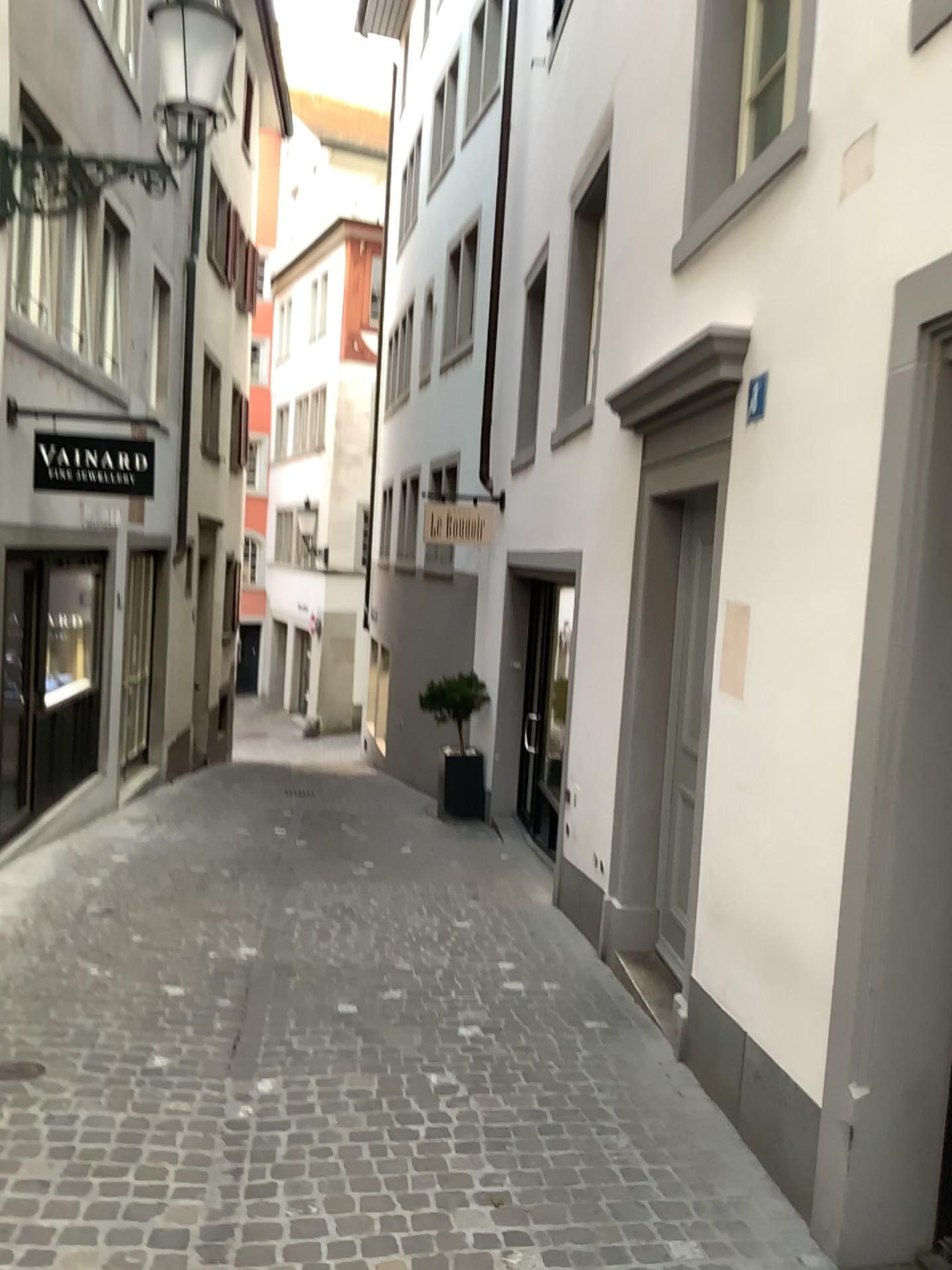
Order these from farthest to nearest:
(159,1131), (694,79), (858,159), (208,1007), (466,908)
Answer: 1. (466,908)
2. (694,79)
3. (208,1007)
4. (159,1131)
5. (858,159)
